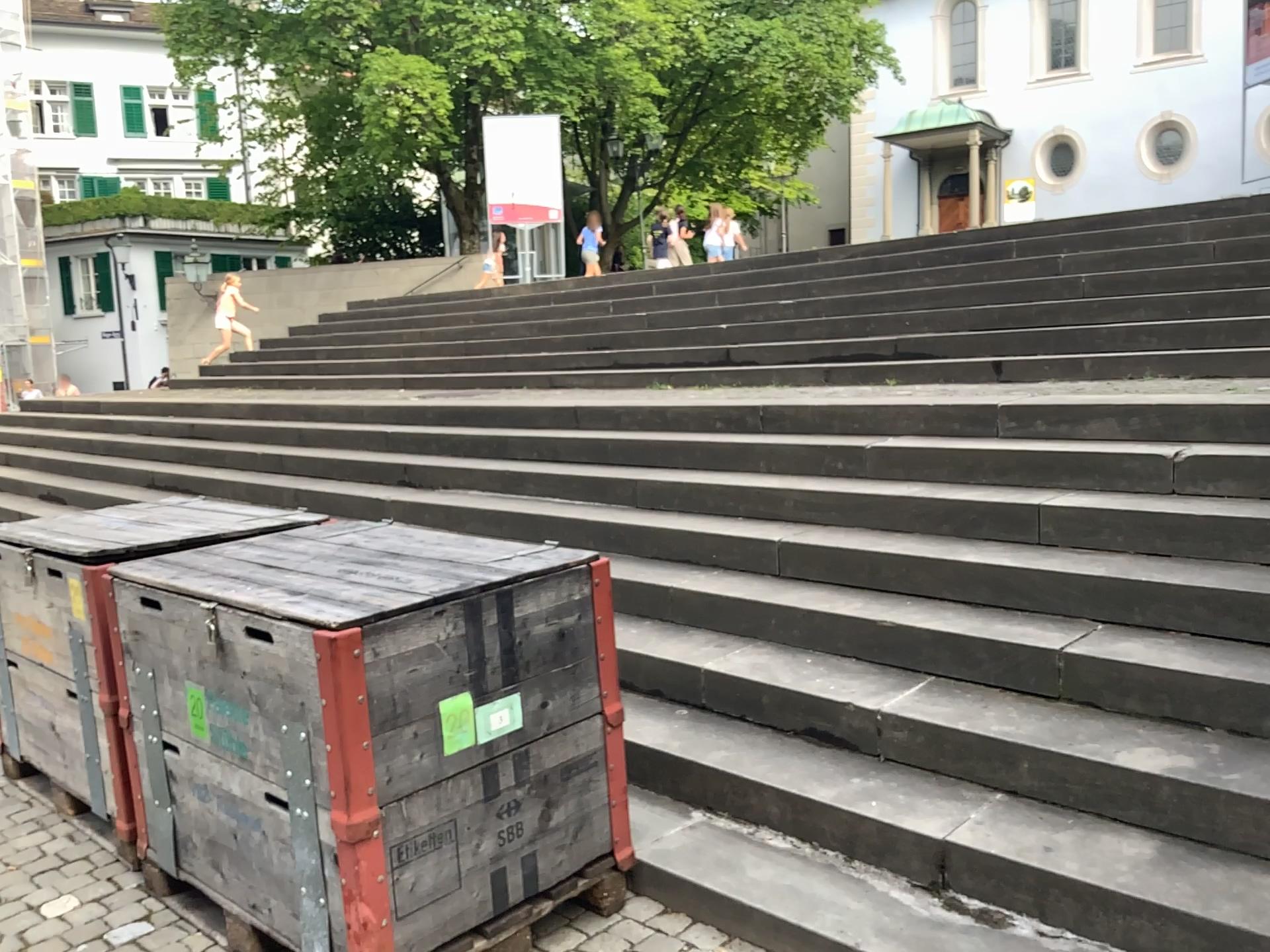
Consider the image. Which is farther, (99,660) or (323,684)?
(99,660)

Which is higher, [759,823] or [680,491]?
[680,491]

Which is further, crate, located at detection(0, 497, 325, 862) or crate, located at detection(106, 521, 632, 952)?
crate, located at detection(0, 497, 325, 862)
